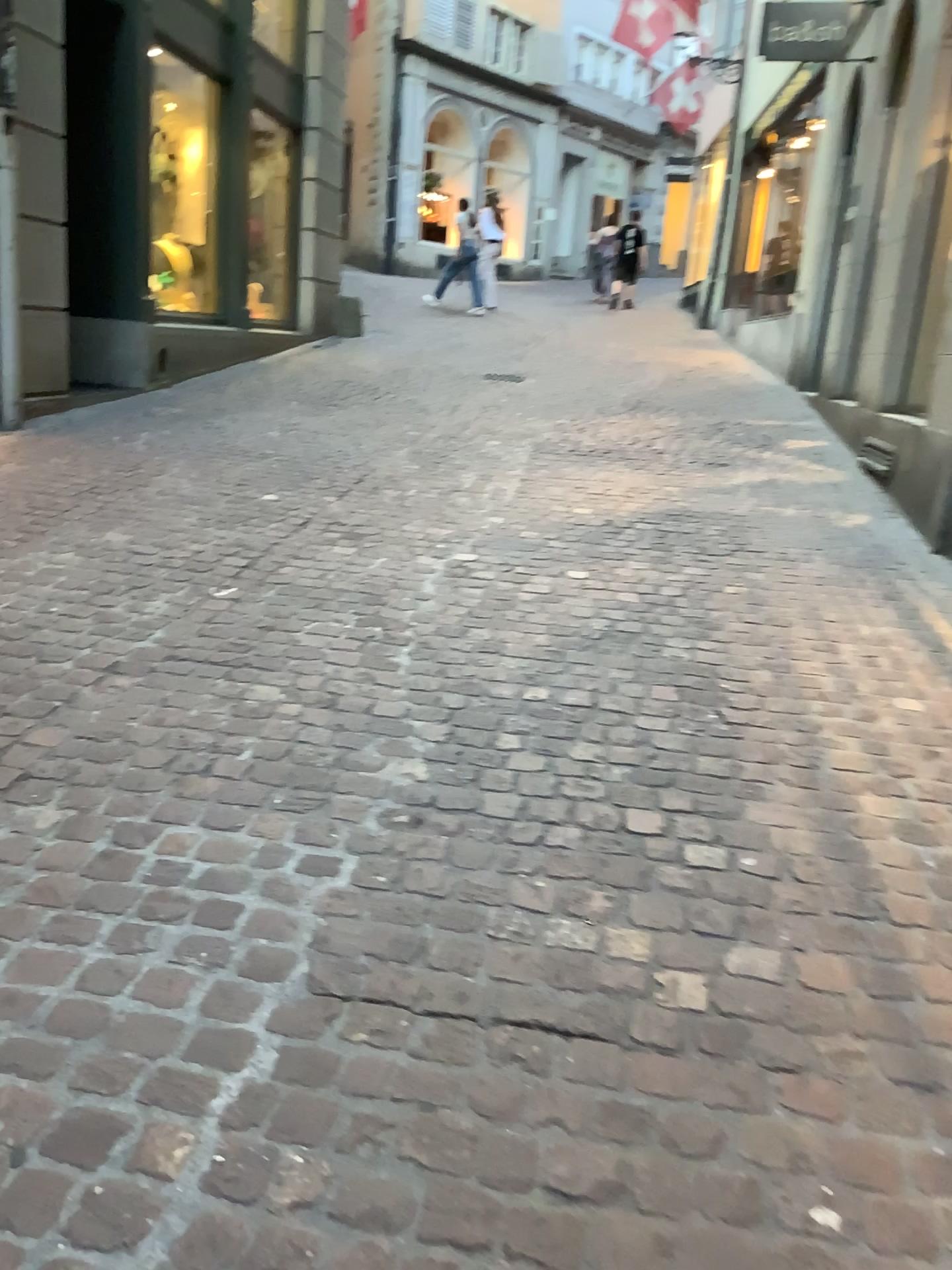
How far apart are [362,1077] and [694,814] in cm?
106
